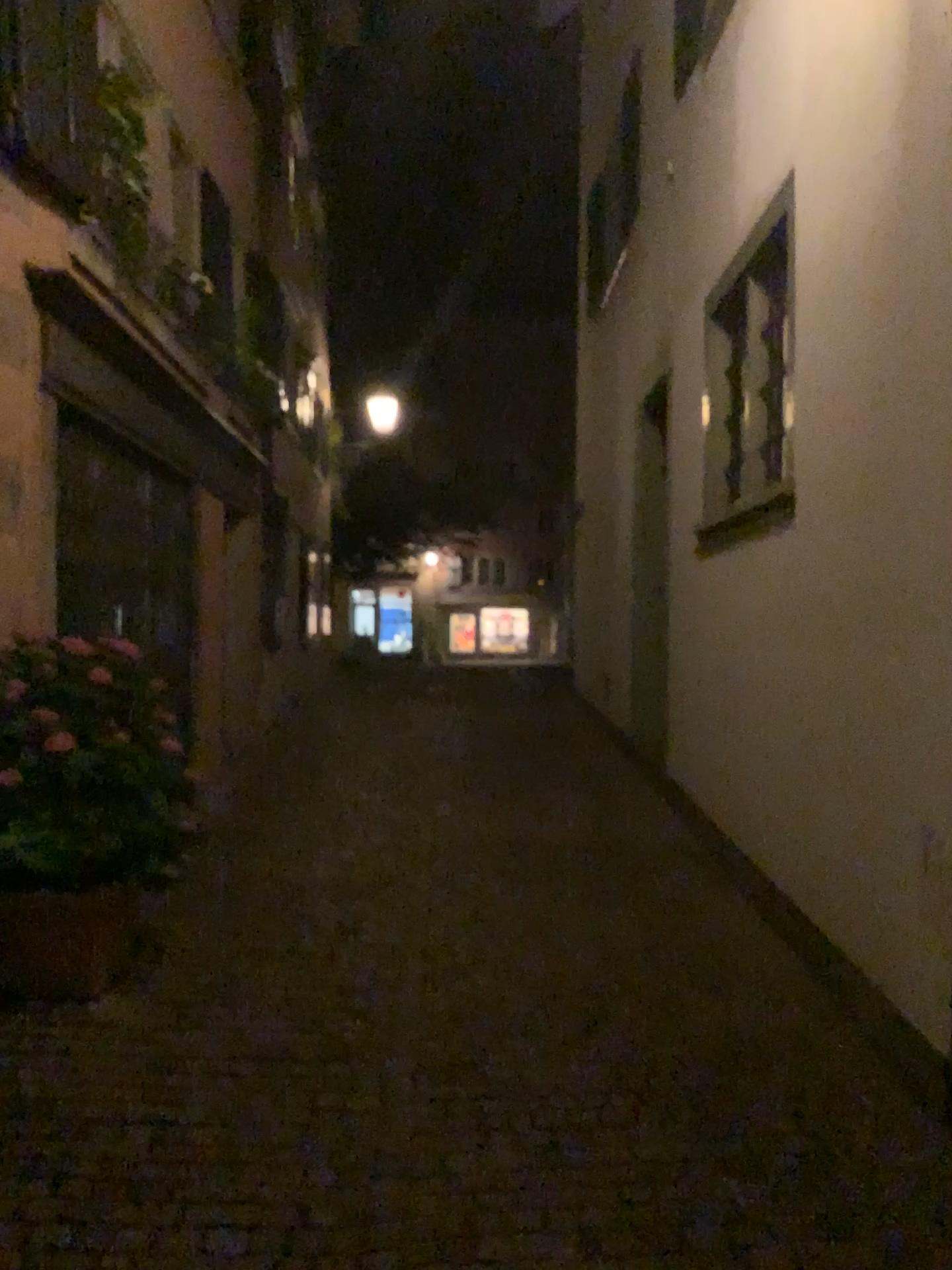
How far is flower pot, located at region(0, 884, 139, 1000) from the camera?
3.8m

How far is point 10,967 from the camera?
3.8m

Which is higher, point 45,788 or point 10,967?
point 45,788

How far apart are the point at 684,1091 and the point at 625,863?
2.33m
